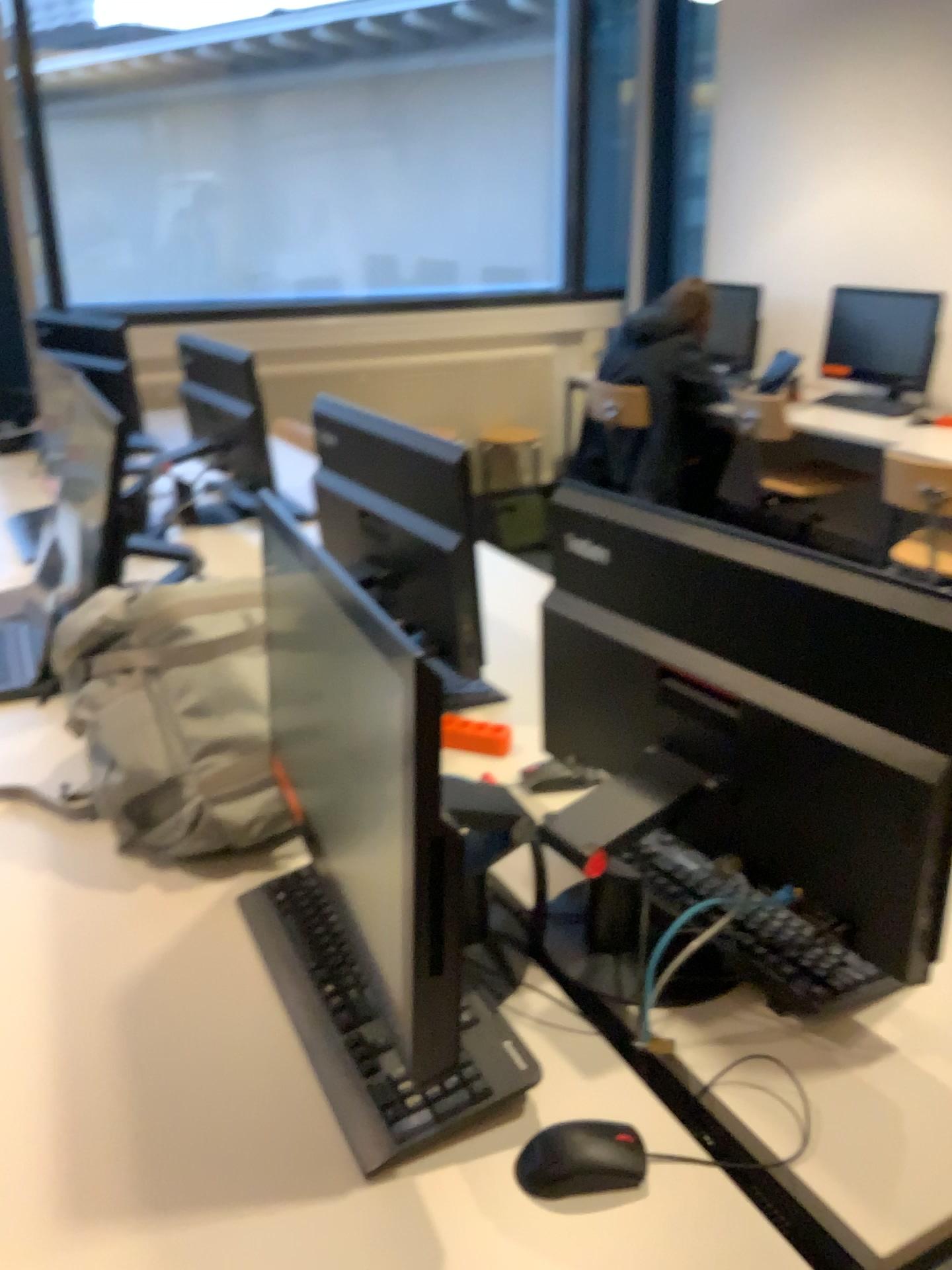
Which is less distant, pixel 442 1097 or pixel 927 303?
pixel 442 1097

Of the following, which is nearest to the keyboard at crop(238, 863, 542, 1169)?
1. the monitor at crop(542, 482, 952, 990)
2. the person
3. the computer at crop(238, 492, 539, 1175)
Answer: the computer at crop(238, 492, 539, 1175)

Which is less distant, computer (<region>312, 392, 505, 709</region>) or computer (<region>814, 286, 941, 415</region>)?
computer (<region>312, 392, 505, 709</region>)

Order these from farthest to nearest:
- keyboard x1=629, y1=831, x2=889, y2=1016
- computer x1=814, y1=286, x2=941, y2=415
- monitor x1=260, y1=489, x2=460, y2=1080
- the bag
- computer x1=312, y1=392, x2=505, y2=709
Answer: computer x1=814, y1=286, x2=941, y2=415 < computer x1=312, y1=392, x2=505, y2=709 < the bag < keyboard x1=629, y1=831, x2=889, y2=1016 < monitor x1=260, y1=489, x2=460, y2=1080

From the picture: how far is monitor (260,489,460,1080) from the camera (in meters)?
0.83

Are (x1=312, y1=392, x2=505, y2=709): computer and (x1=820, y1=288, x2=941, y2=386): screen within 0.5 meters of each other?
no

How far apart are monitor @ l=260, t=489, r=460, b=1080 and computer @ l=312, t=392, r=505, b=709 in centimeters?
54cm

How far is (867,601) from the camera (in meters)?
0.95

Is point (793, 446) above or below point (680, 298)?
below

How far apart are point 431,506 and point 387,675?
0.86m
